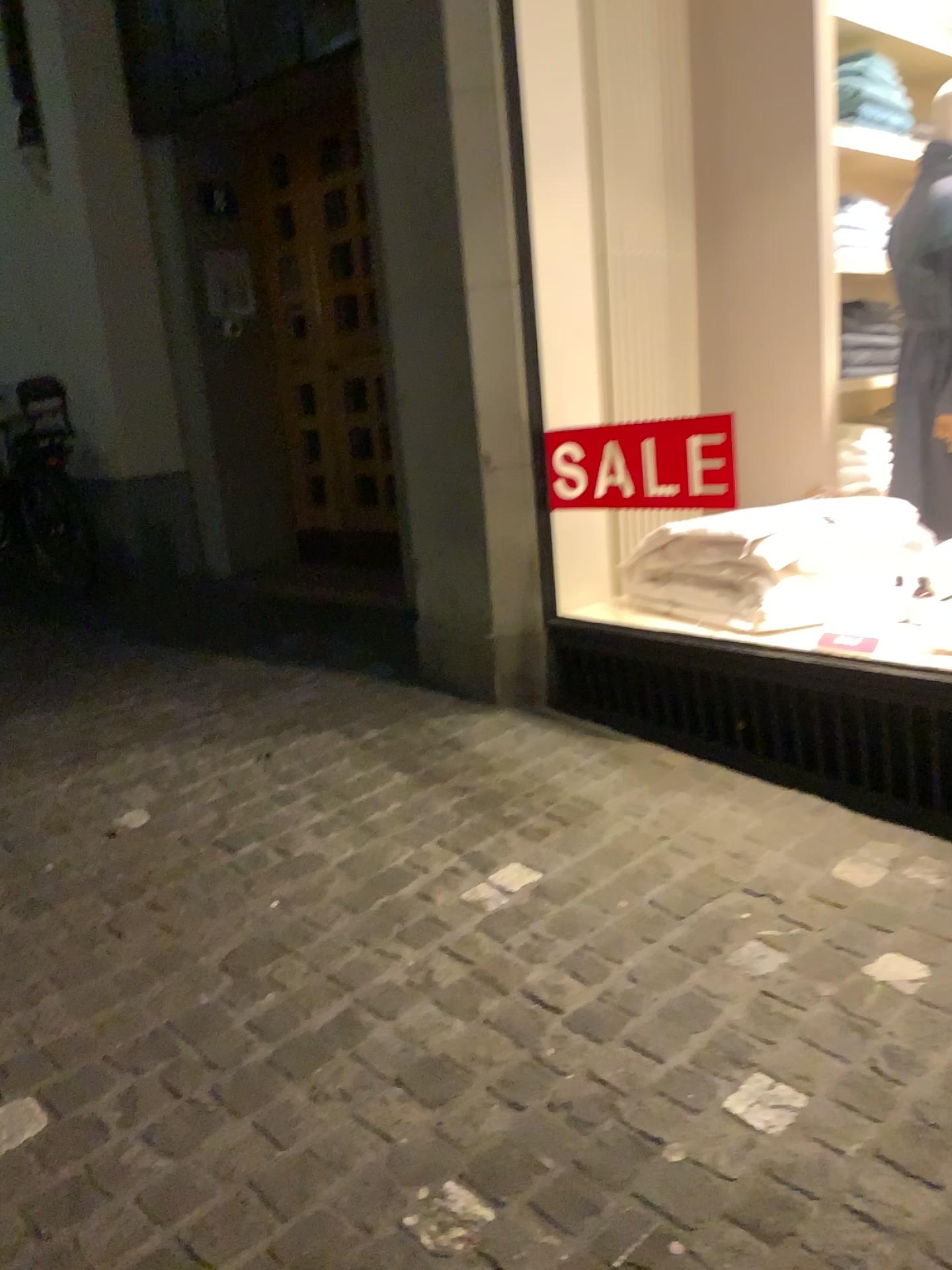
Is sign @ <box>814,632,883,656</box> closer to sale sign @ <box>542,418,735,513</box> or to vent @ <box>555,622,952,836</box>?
vent @ <box>555,622,952,836</box>

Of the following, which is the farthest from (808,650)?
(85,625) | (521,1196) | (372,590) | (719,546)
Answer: (85,625)

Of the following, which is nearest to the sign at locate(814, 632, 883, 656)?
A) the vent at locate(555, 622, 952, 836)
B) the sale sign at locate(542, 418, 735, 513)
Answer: the vent at locate(555, 622, 952, 836)

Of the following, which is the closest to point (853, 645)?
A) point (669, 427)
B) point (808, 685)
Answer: point (808, 685)

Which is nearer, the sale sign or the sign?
the sign

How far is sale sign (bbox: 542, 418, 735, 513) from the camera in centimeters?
293cm

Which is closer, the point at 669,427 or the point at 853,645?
the point at 853,645

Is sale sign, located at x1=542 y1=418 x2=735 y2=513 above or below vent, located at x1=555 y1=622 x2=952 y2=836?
above

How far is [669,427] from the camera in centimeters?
293cm
